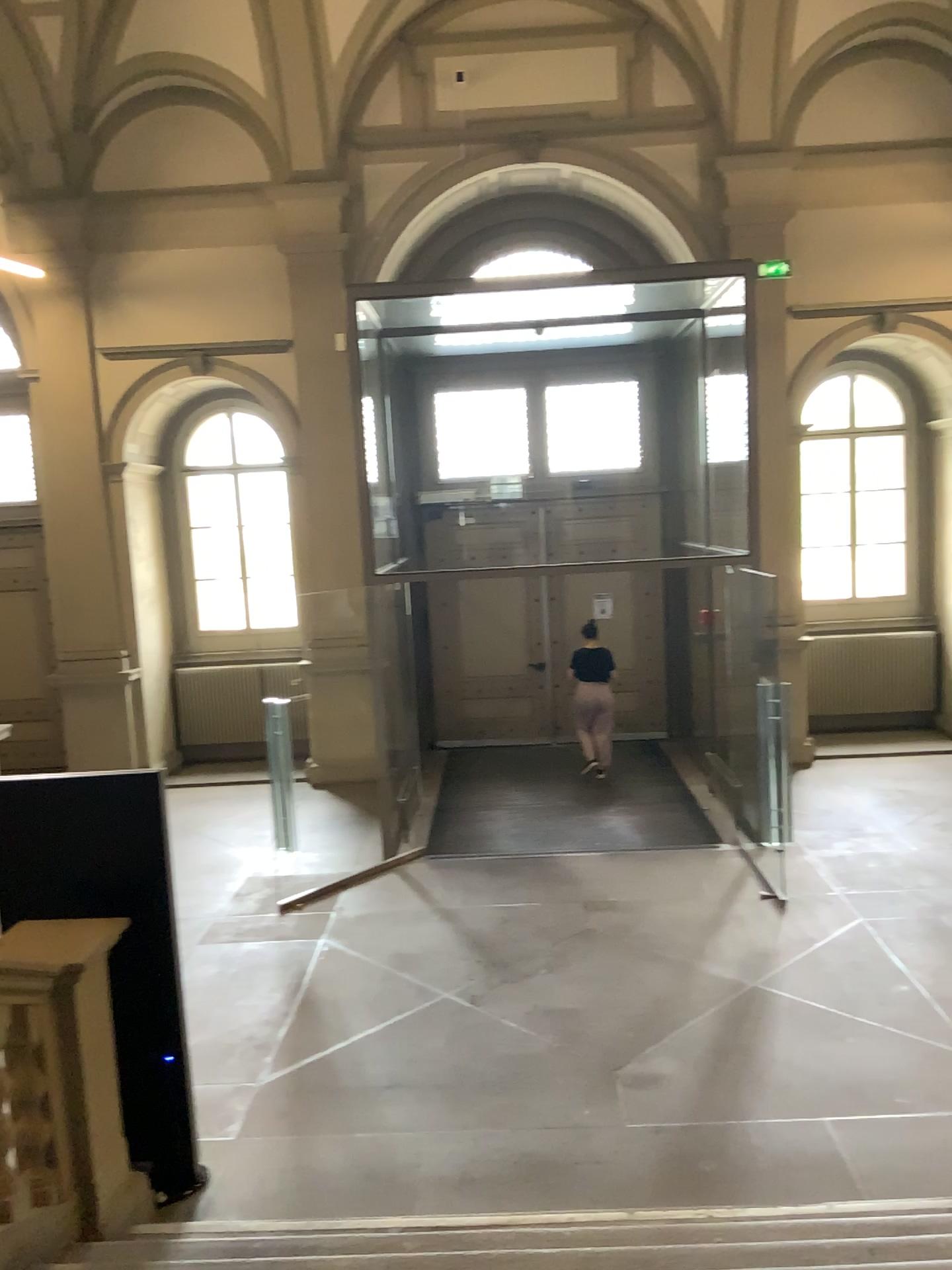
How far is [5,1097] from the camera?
3.7 meters

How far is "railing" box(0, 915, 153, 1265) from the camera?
3.7m

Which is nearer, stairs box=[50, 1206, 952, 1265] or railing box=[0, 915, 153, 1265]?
stairs box=[50, 1206, 952, 1265]

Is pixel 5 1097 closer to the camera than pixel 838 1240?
No

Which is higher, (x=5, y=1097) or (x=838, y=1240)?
(x=5, y=1097)

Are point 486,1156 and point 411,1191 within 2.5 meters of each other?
yes
